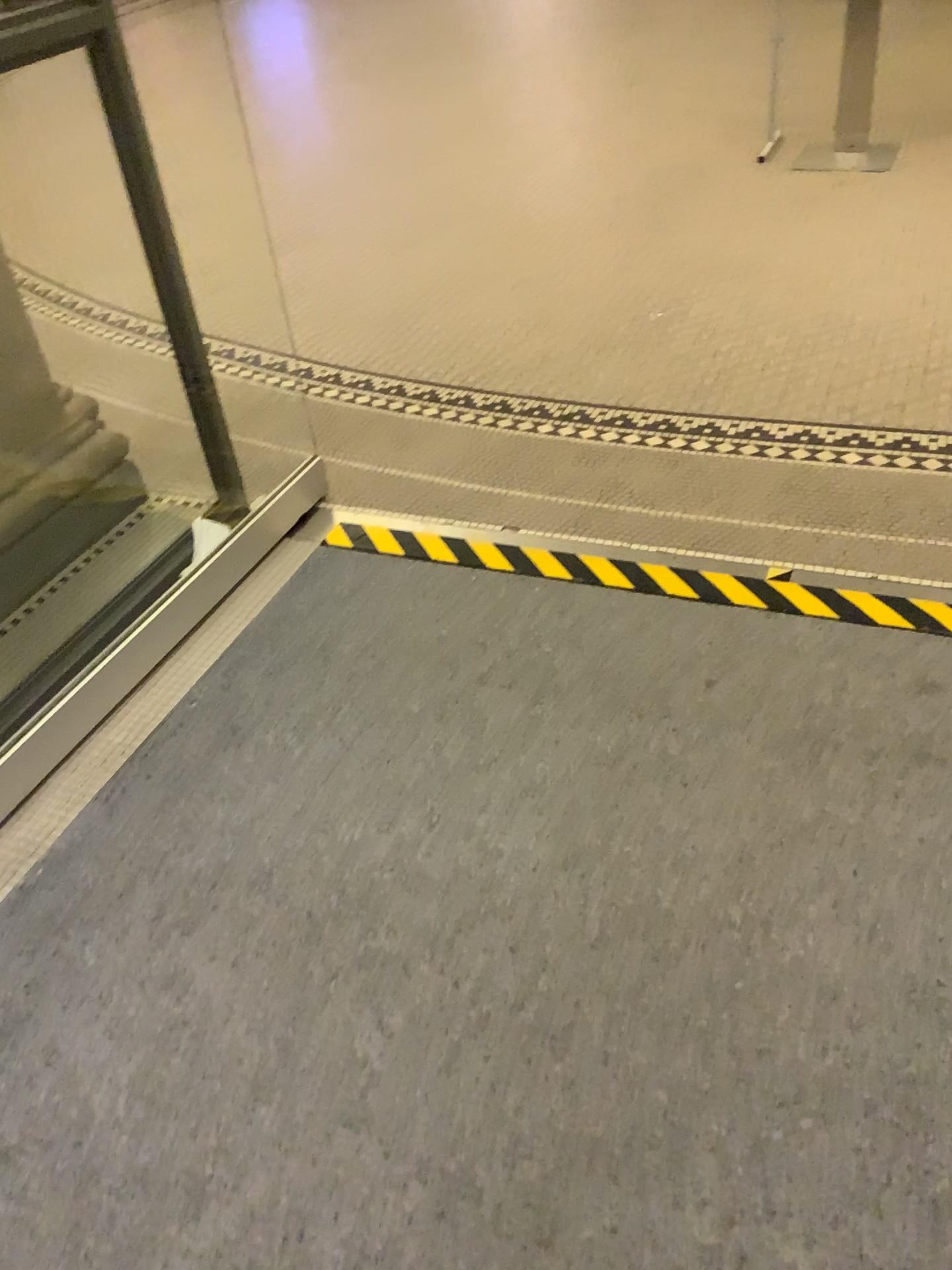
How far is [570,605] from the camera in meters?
2.3
